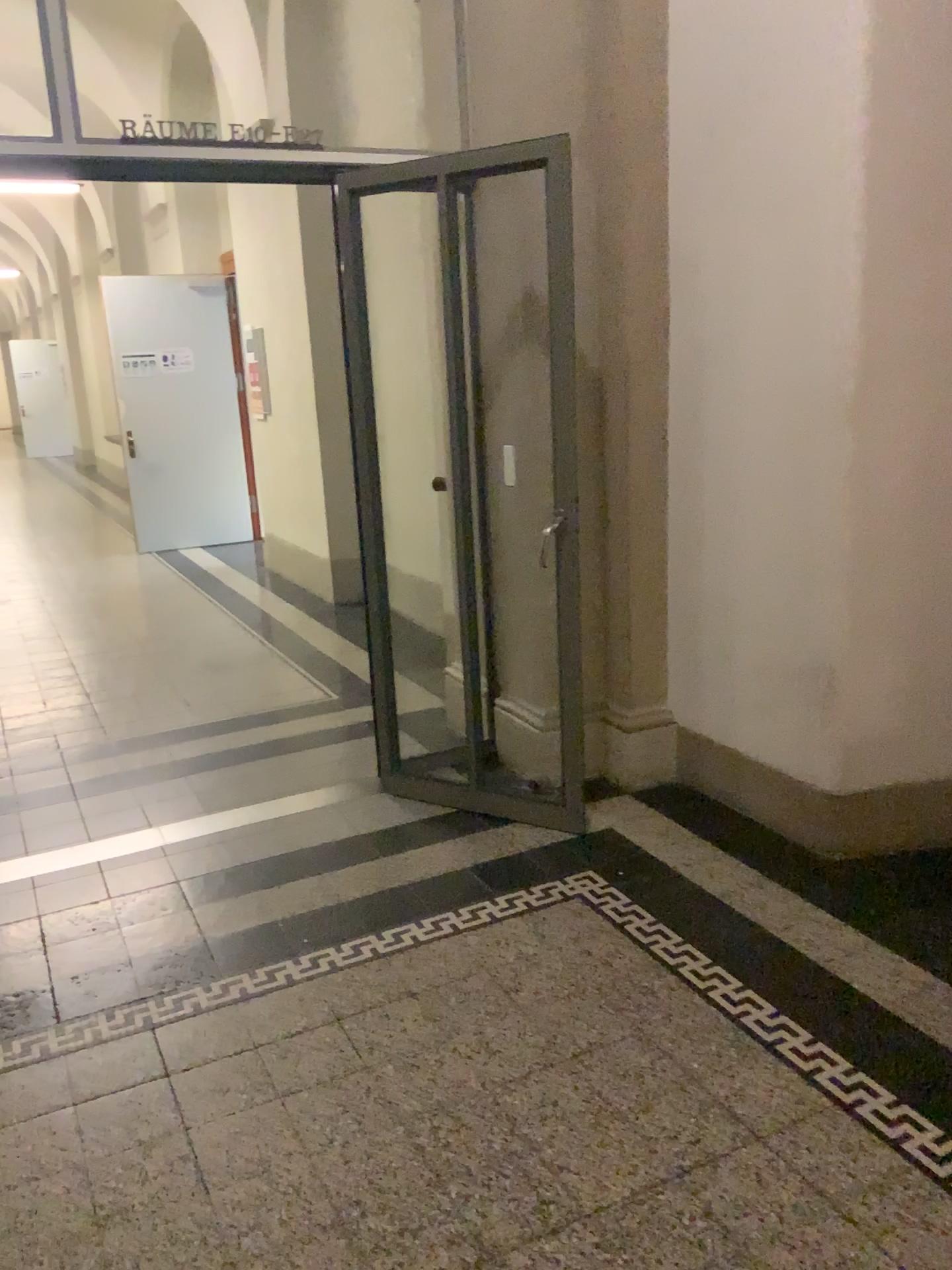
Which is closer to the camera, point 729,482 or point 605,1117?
point 605,1117
